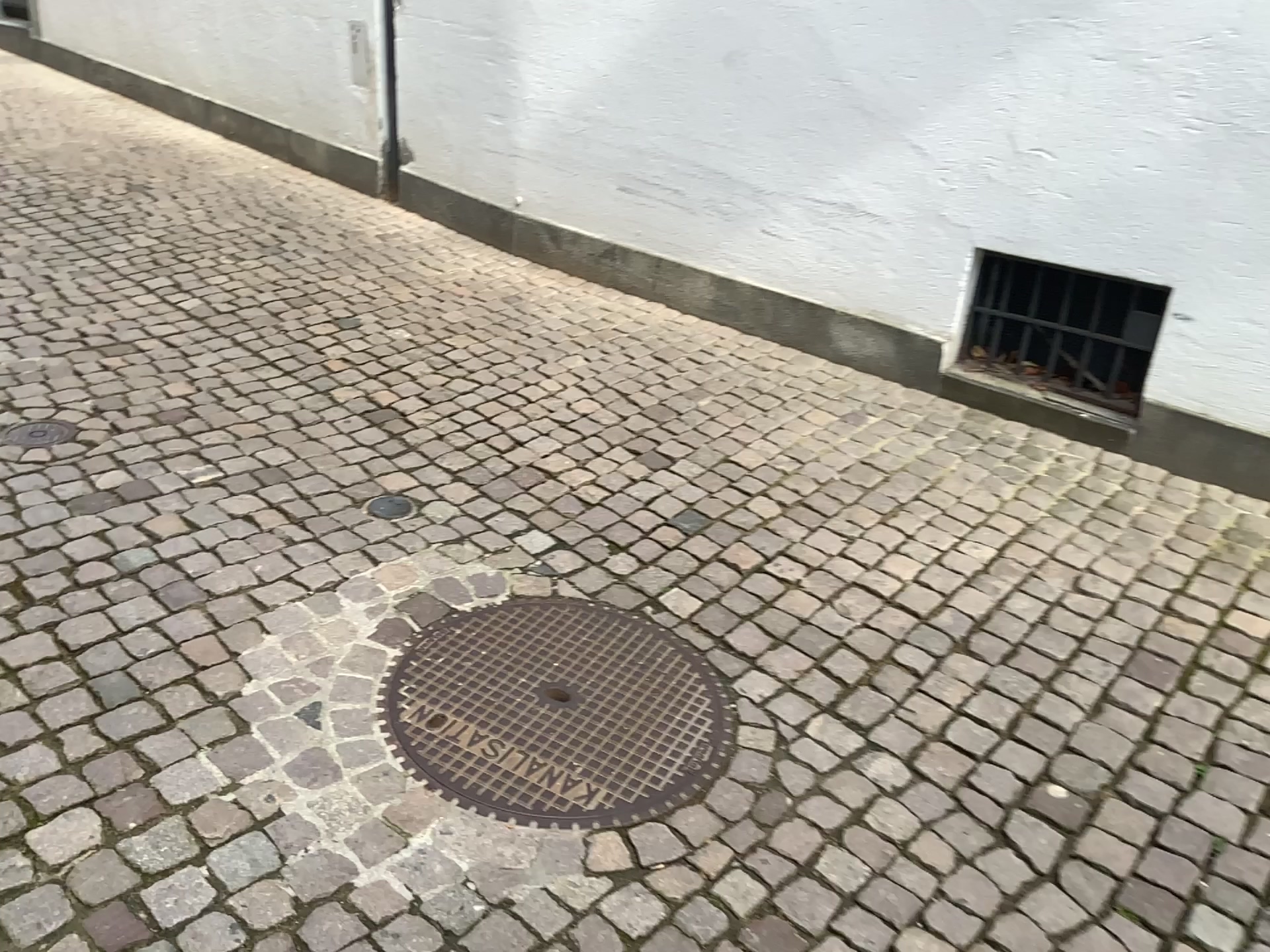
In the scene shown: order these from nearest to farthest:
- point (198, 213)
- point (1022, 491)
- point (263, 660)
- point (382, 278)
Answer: point (263, 660)
point (1022, 491)
point (382, 278)
point (198, 213)

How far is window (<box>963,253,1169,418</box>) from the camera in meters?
3.3 m

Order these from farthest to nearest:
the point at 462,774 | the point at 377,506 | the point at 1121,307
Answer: the point at 1121,307
the point at 377,506
the point at 462,774

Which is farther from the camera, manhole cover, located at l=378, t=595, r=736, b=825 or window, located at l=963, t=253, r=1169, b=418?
window, located at l=963, t=253, r=1169, b=418

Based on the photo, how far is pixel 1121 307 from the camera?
3.3 meters

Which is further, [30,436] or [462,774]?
[30,436]

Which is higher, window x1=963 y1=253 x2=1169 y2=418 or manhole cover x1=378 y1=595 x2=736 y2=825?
window x1=963 y1=253 x2=1169 y2=418

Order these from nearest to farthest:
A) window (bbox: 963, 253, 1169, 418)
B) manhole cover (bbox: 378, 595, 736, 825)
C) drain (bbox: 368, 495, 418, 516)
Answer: manhole cover (bbox: 378, 595, 736, 825), drain (bbox: 368, 495, 418, 516), window (bbox: 963, 253, 1169, 418)

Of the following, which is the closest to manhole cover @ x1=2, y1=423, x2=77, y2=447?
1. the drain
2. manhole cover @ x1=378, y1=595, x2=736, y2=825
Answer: the drain

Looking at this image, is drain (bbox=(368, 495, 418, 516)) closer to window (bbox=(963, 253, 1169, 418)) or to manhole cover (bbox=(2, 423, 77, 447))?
manhole cover (bbox=(2, 423, 77, 447))
